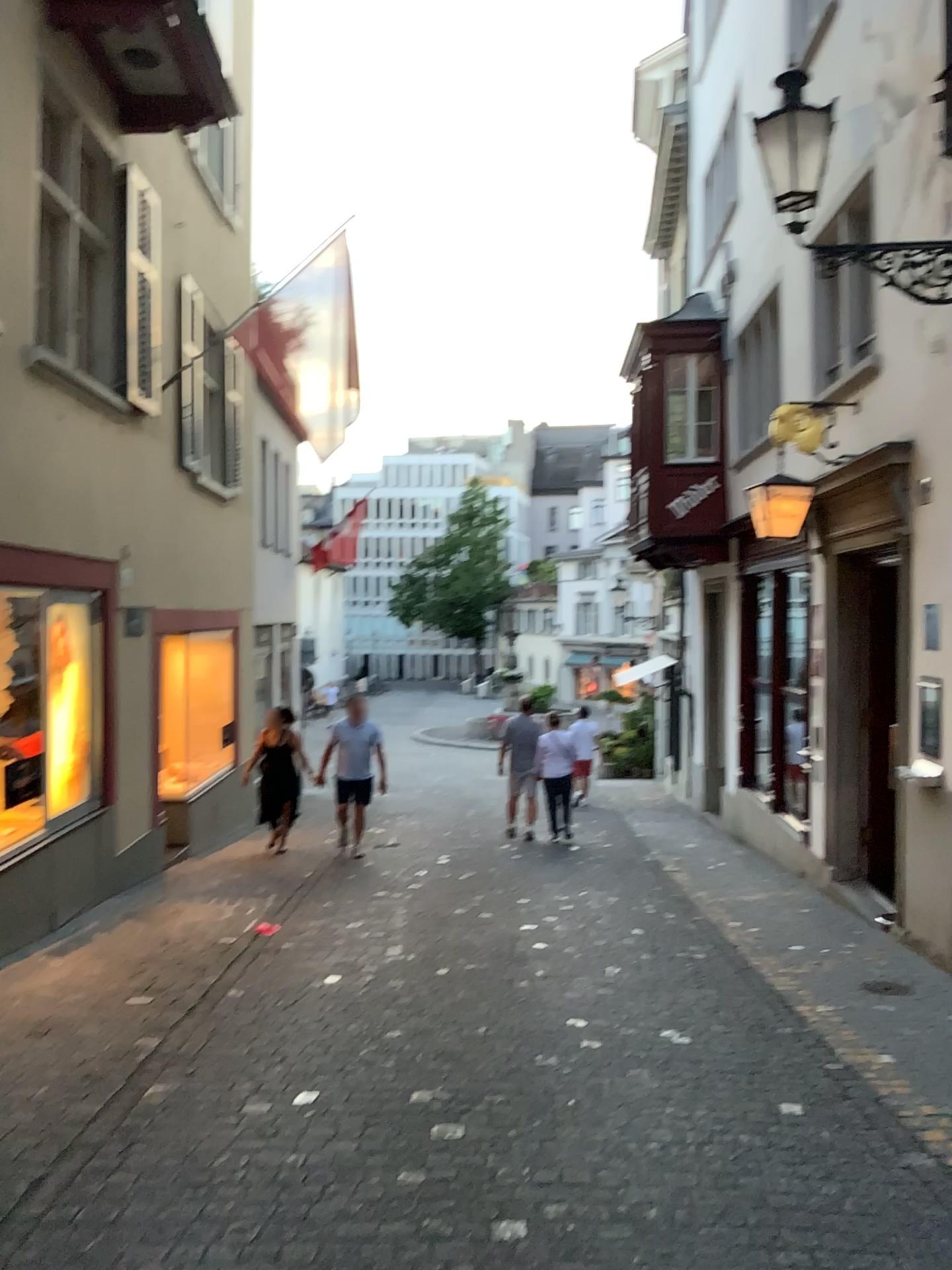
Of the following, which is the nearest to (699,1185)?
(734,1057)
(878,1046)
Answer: (734,1057)
